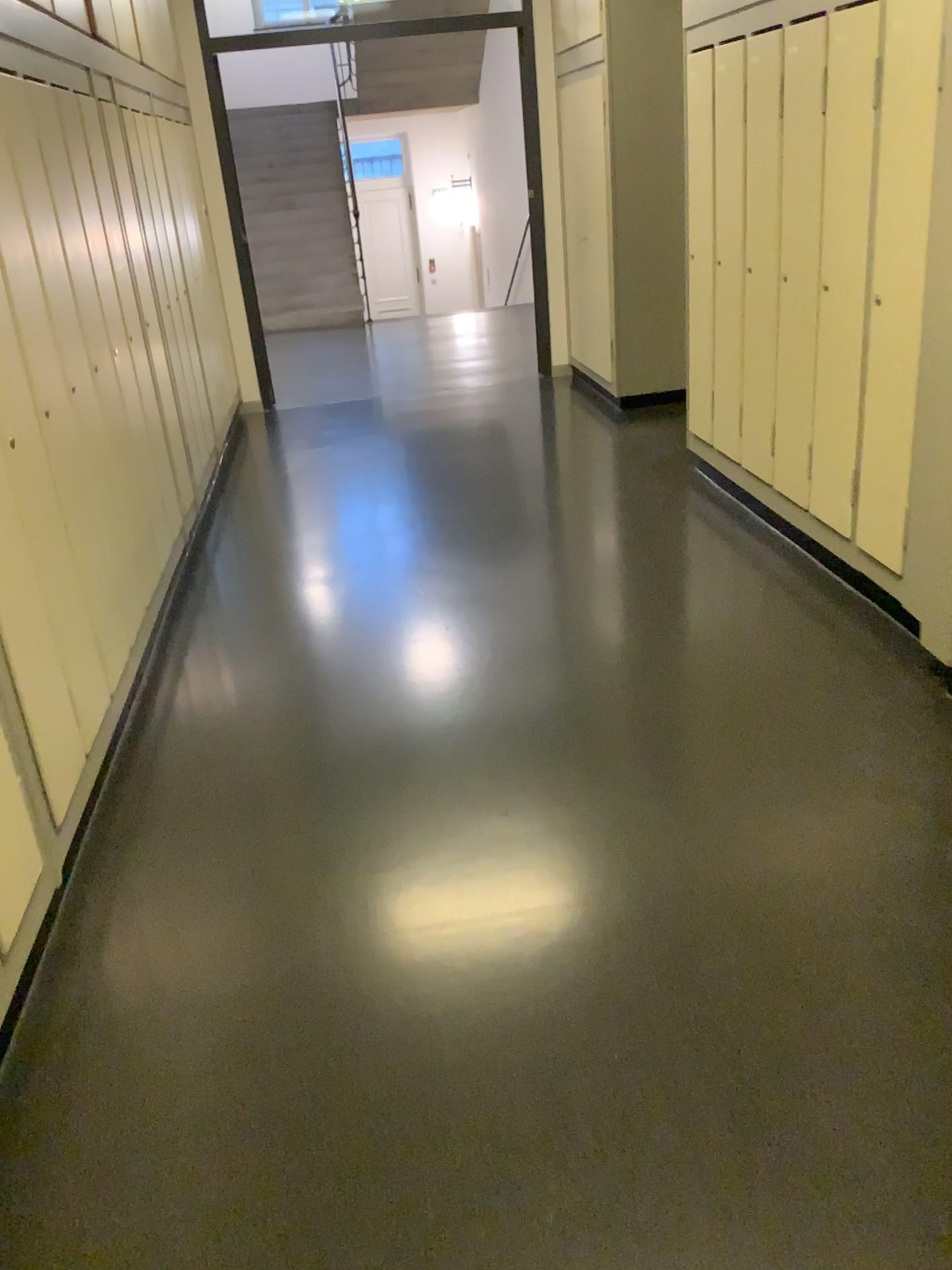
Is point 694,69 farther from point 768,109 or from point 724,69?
point 768,109

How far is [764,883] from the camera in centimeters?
225cm

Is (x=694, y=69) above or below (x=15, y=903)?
above

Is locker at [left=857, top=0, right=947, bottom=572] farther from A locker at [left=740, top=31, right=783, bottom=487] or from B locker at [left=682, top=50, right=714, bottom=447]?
B locker at [left=682, top=50, right=714, bottom=447]

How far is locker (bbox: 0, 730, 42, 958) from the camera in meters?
2.0

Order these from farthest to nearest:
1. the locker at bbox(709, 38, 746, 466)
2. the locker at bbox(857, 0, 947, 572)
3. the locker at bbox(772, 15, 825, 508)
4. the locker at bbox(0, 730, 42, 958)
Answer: the locker at bbox(709, 38, 746, 466), the locker at bbox(772, 15, 825, 508), the locker at bbox(857, 0, 947, 572), the locker at bbox(0, 730, 42, 958)

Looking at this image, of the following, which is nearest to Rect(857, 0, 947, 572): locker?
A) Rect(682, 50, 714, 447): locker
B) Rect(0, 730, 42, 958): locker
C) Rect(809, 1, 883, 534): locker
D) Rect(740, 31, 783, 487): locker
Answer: Rect(809, 1, 883, 534): locker

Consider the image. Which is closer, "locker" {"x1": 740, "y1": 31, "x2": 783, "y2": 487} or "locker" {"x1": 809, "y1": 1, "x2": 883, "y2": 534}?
"locker" {"x1": 809, "y1": 1, "x2": 883, "y2": 534}

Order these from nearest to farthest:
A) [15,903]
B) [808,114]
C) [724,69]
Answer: [15,903], [808,114], [724,69]

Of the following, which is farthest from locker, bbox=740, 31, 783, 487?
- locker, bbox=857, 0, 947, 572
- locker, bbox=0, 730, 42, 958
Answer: locker, bbox=0, 730, 42, 958
